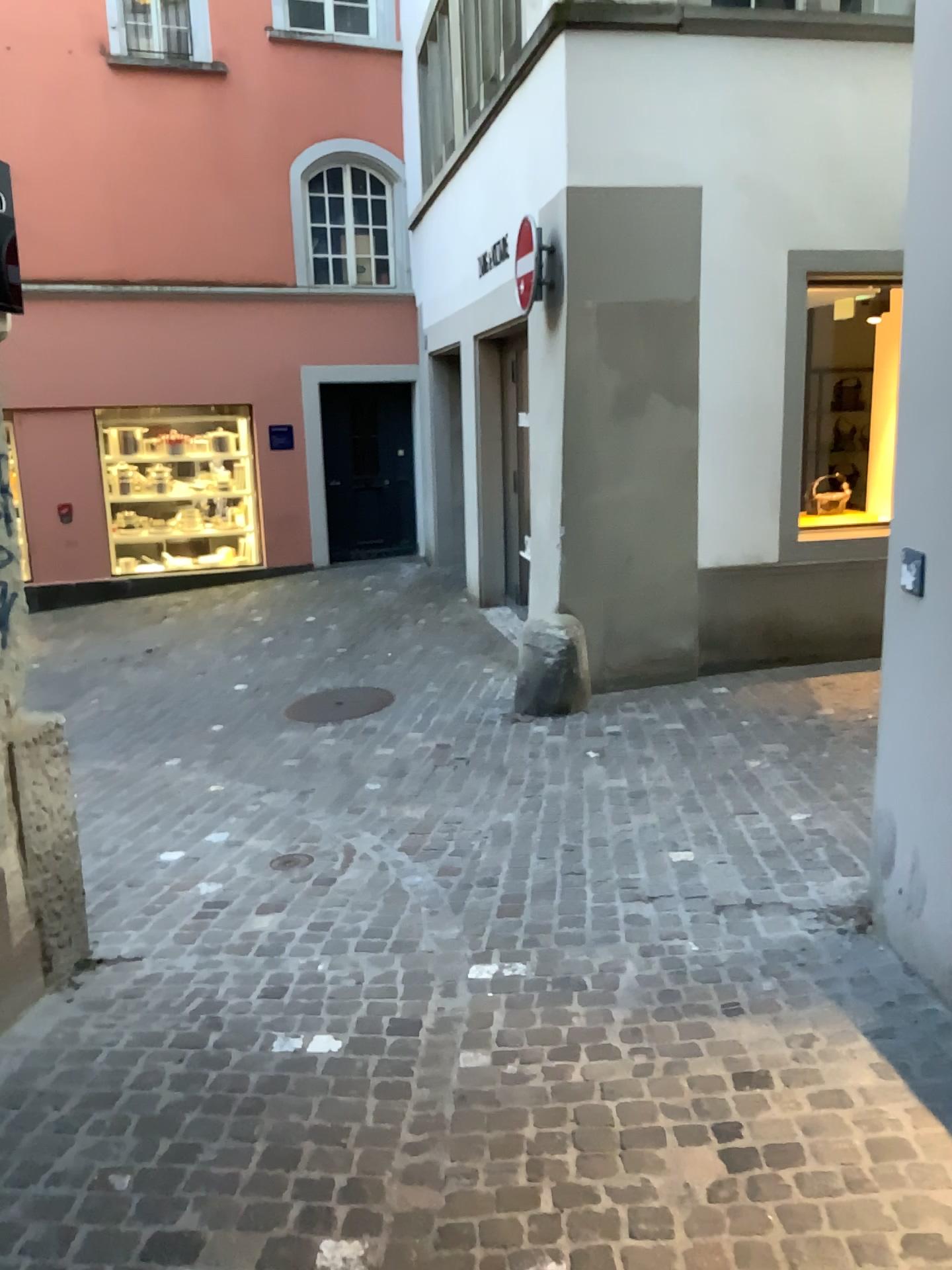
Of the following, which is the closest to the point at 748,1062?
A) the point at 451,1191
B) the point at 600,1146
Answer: the point at 600,1146
